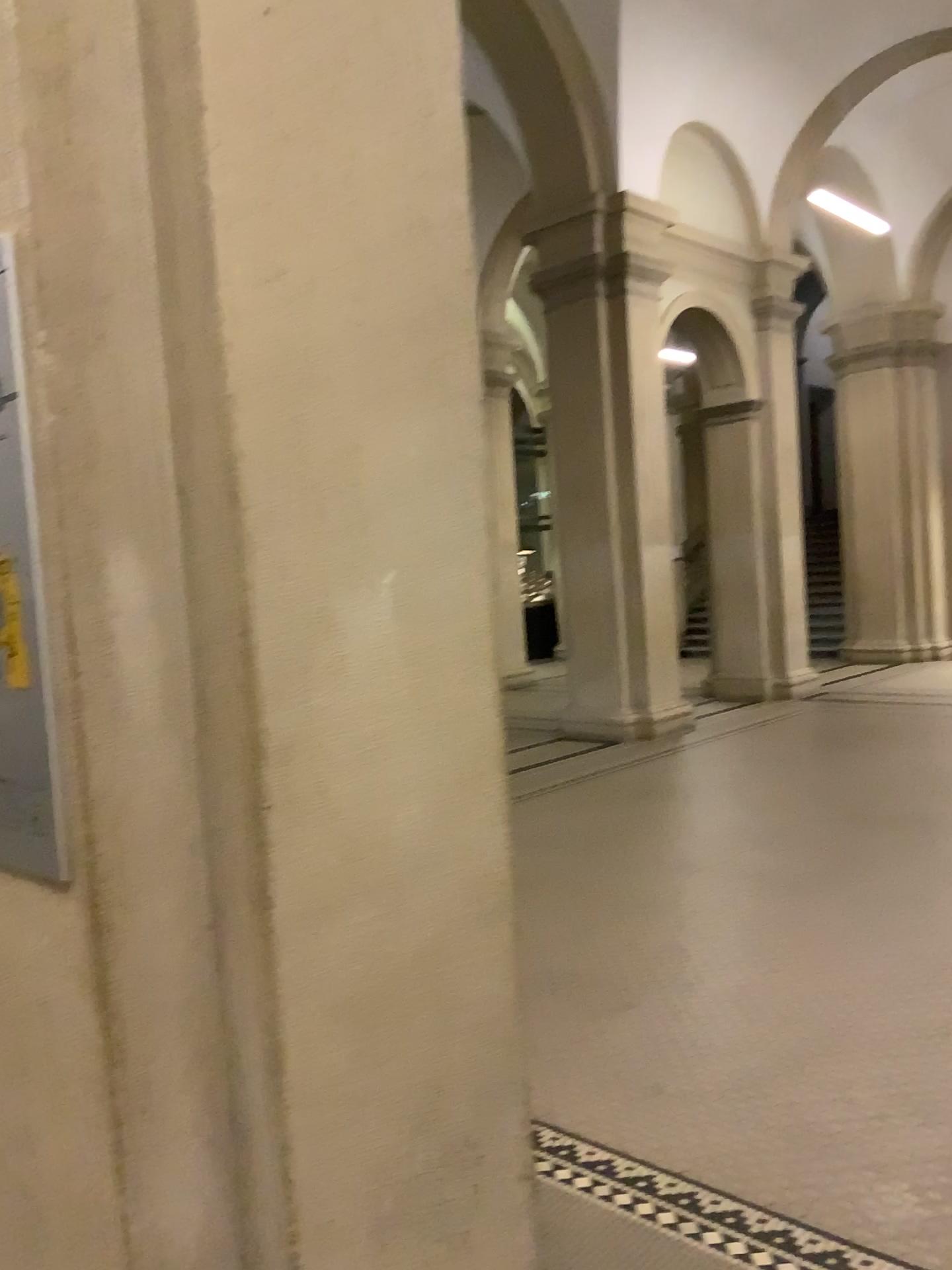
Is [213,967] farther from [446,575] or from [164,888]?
[446,575]
